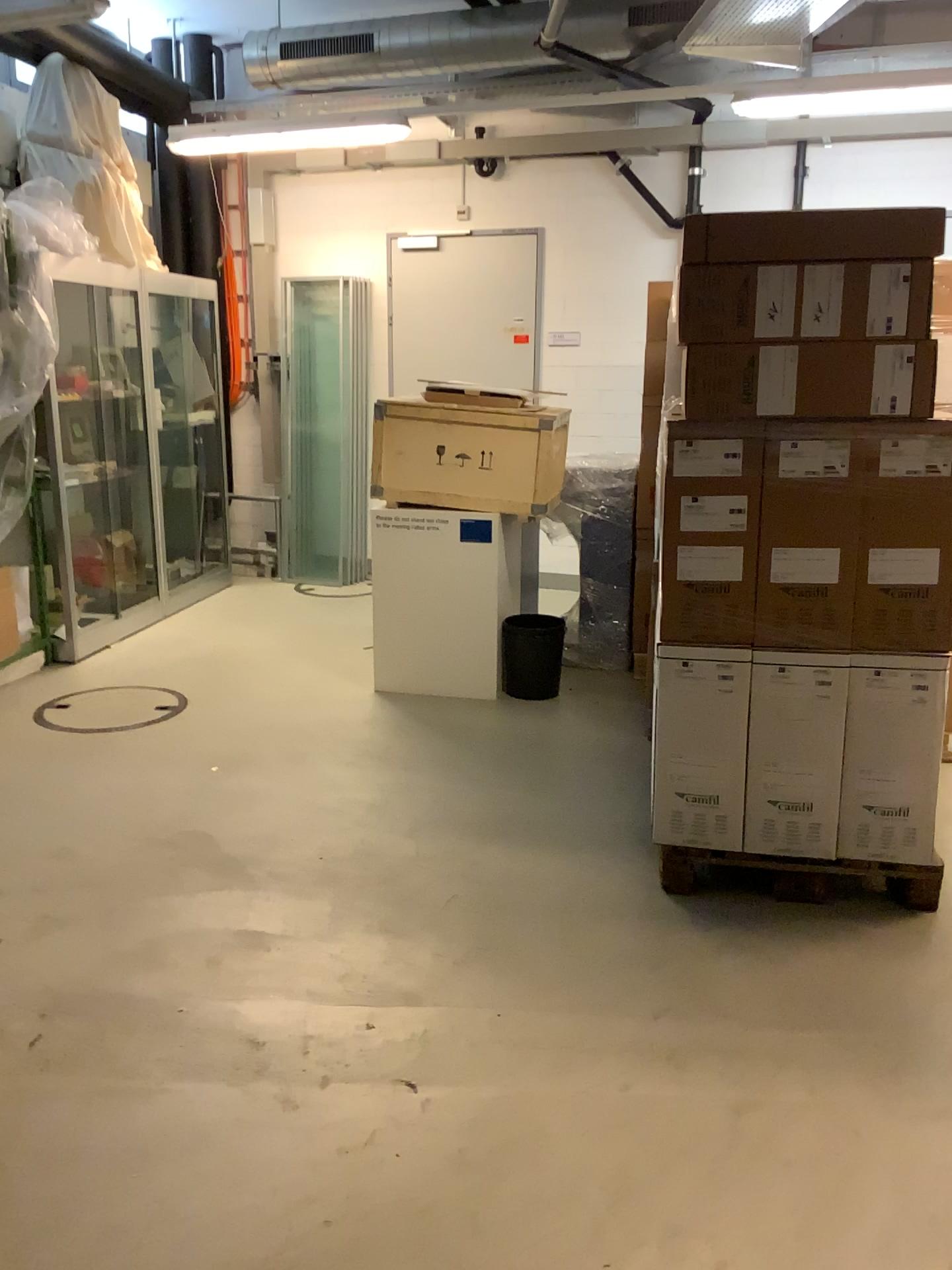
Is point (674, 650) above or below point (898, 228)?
below

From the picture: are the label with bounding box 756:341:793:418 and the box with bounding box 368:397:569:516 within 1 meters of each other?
no

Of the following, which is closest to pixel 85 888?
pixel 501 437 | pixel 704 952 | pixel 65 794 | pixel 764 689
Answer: pixel 65 794

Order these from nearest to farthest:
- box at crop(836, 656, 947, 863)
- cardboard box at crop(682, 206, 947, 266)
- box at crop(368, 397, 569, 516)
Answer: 1. cardboard box at crop(682, 206, 947, 266)
2. box at crop(836, 656, 947, 863)
3. box at crop(368, 397, 569, 516)

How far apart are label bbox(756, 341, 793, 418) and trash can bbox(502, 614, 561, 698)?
2.2m

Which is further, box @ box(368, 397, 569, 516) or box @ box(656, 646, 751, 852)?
box @ box(368, 397, 569, 516)

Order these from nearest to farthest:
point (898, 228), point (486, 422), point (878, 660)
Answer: point (898, 228) → point (878, 660) → point (486, 422)

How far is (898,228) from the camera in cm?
263

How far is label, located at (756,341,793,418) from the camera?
2.8m

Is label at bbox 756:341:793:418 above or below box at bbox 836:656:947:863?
above
